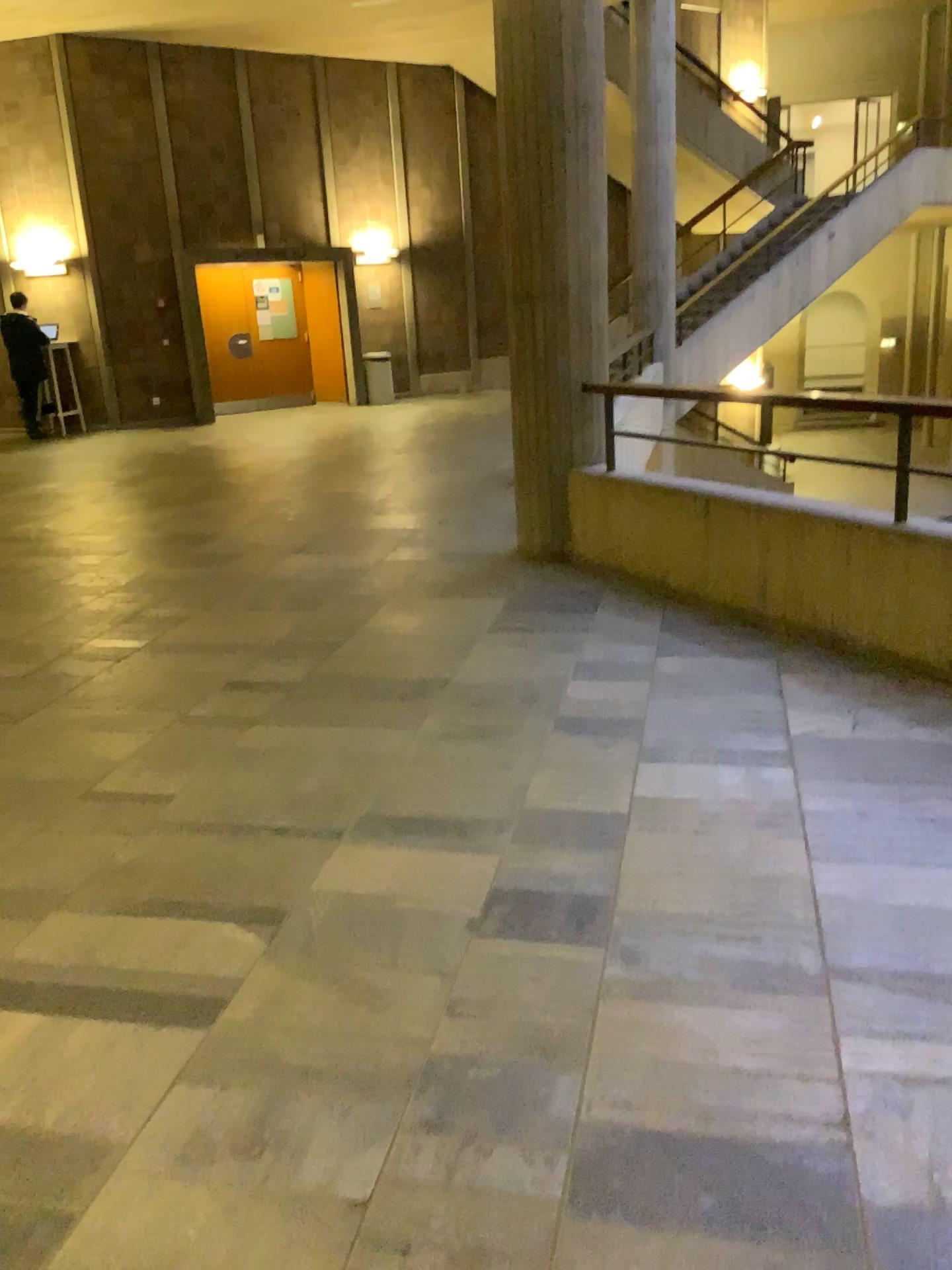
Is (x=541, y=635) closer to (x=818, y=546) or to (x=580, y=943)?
(x=818, y=546)
